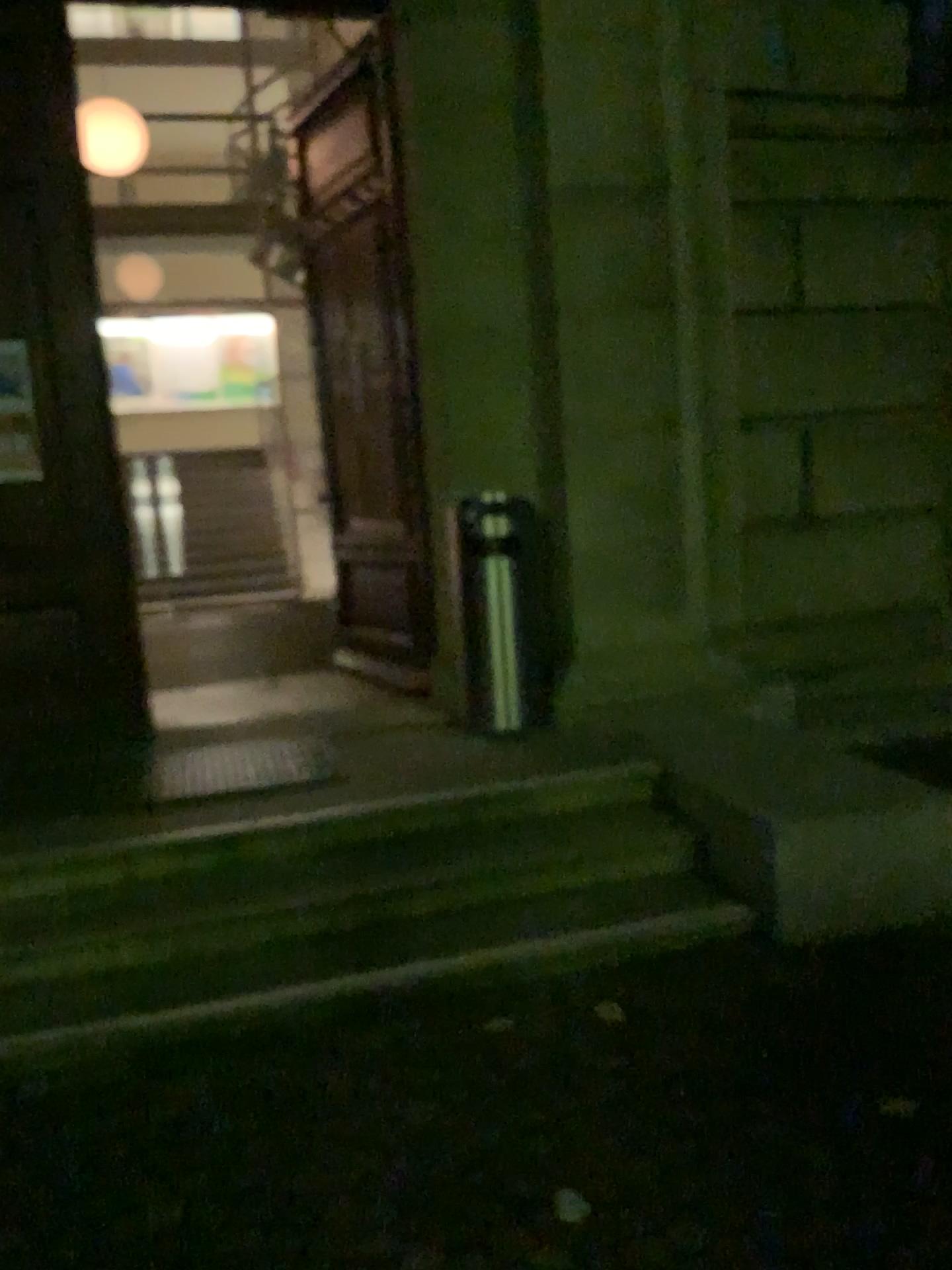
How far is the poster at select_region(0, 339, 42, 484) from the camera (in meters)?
4.70

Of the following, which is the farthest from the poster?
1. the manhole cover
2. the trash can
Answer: the trash can

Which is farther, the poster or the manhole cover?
the poster

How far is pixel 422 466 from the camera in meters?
4.9 m

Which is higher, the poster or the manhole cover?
the poster

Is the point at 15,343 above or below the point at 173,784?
above

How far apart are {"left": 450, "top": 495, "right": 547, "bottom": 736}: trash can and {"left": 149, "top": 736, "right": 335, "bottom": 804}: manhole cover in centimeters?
72cm

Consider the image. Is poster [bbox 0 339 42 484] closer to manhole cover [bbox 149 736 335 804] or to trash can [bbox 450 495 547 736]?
manhole cover [bbox 149 736 335 804]

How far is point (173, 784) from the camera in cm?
414

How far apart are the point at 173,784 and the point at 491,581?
1.5 meters
